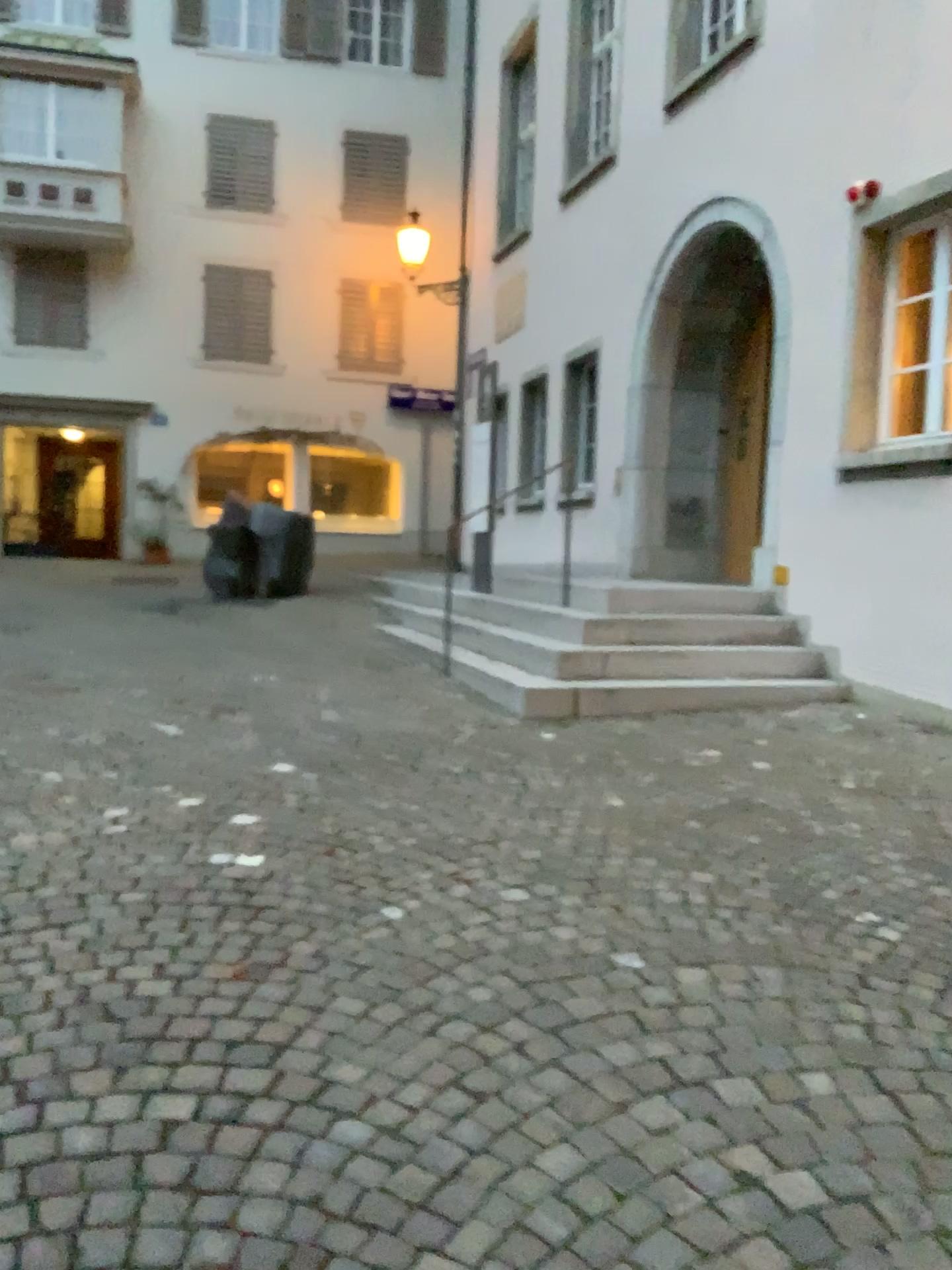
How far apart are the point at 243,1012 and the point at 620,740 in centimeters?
293cm
